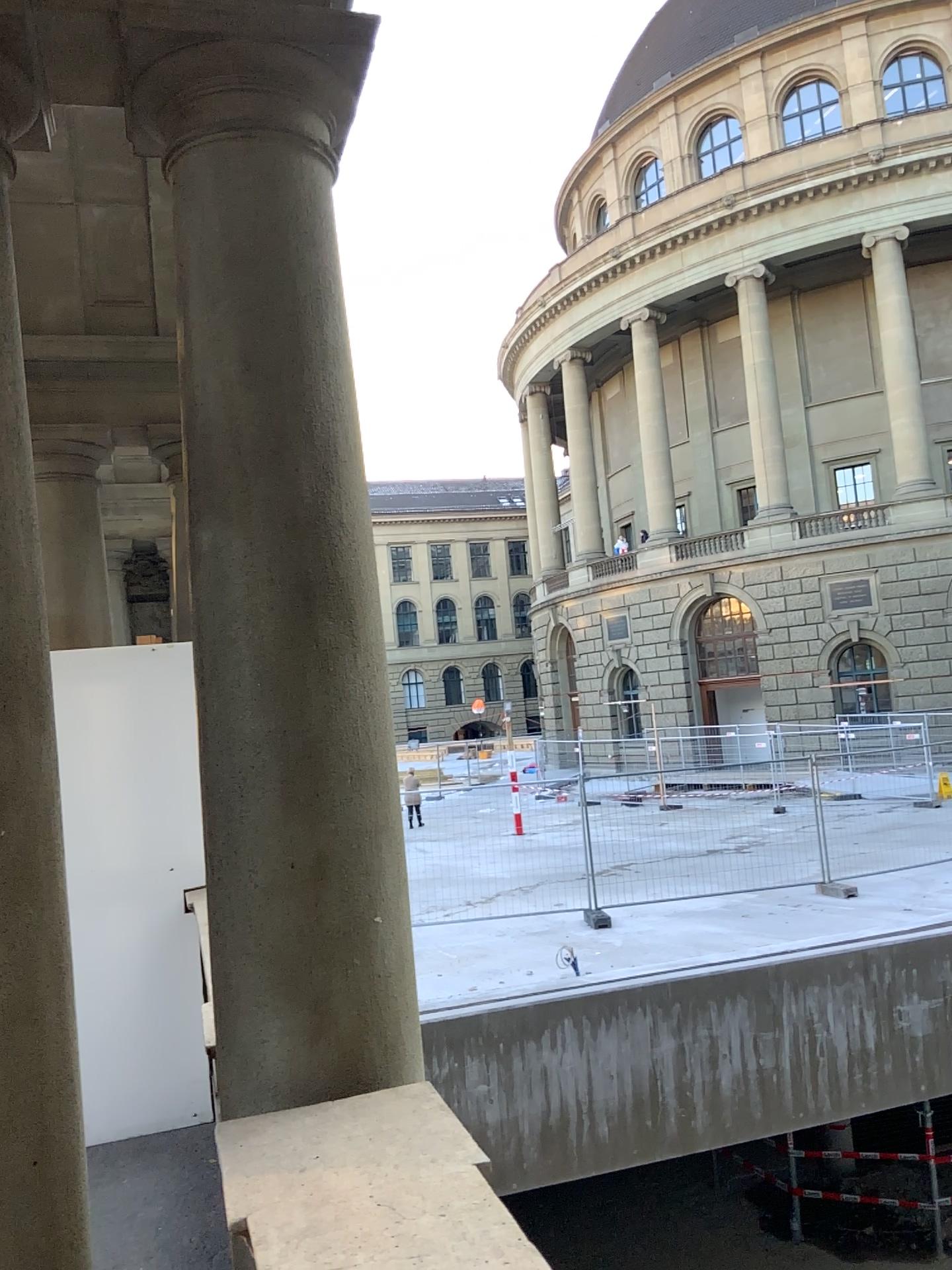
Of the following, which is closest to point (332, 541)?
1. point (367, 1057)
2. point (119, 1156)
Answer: point (367, 1057)

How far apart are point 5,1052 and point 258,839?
0.6 meters

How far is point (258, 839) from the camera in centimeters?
202cm

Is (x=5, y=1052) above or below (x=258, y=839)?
below

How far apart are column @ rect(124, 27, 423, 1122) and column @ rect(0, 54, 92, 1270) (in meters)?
0.28

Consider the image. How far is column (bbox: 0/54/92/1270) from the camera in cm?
190

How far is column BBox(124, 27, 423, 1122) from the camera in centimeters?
202cm
